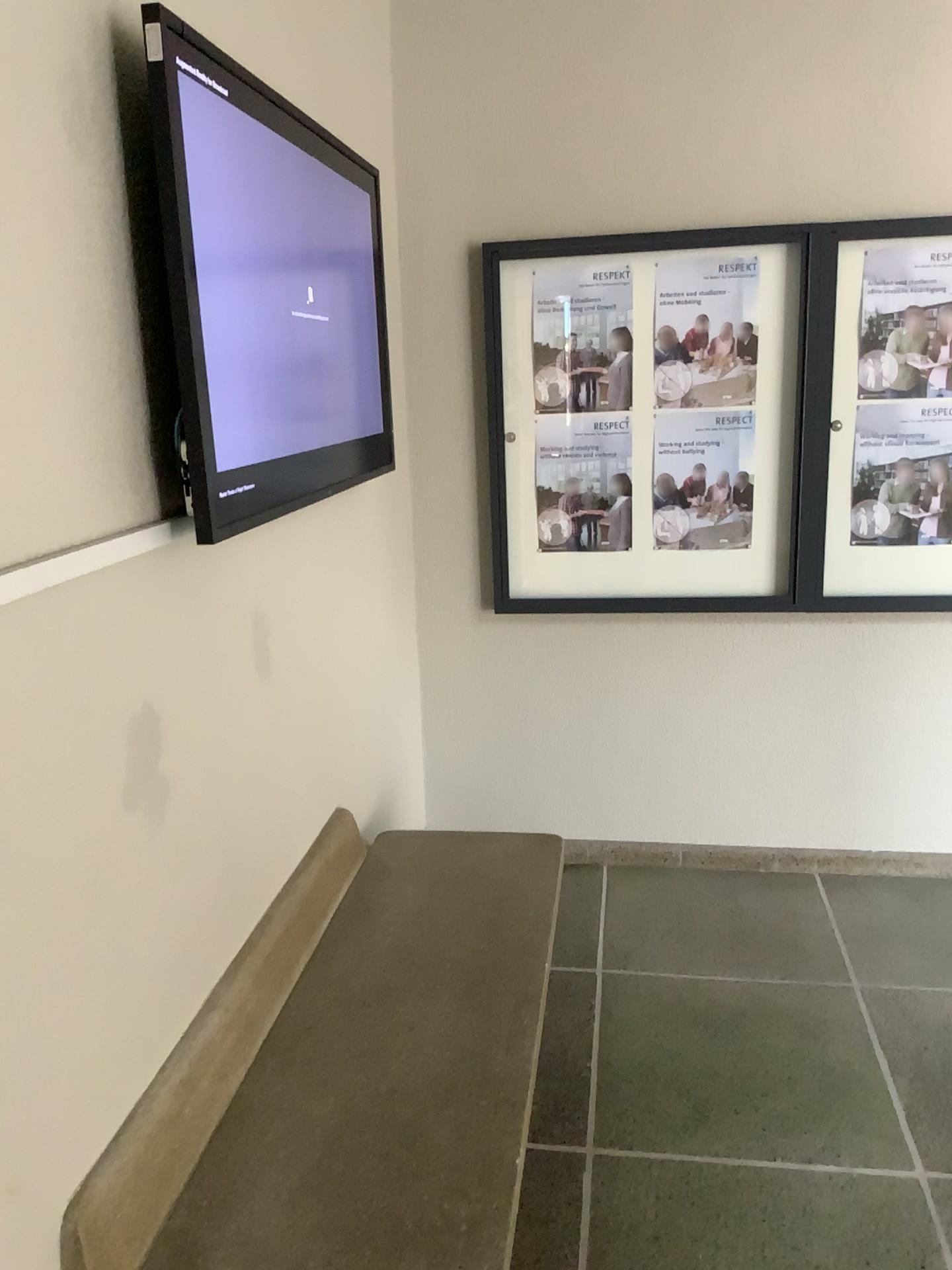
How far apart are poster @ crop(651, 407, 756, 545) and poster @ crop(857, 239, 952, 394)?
0.4 meters

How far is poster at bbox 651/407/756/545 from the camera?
3.21m

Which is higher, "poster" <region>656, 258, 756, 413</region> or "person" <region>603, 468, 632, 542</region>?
"poster" <region>656, 258, 756, 413</region>

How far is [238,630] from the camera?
1.98m

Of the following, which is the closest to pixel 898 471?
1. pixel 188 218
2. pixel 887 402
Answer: pixel 887 402

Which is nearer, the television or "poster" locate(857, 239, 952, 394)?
the television

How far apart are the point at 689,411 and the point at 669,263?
0.4m

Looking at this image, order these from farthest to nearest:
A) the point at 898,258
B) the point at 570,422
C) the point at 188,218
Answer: the point at 570,422
the point at 898,258
the point at 188,218

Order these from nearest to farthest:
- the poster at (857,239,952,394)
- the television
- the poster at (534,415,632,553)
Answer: the television → the poster at (857,239,952,394) → the poster at (534,415,632,553)

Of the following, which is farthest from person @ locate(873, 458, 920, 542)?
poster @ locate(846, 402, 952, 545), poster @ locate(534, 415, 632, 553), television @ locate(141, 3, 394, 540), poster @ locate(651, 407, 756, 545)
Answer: television @ locate(141, 3, 394, 540)
